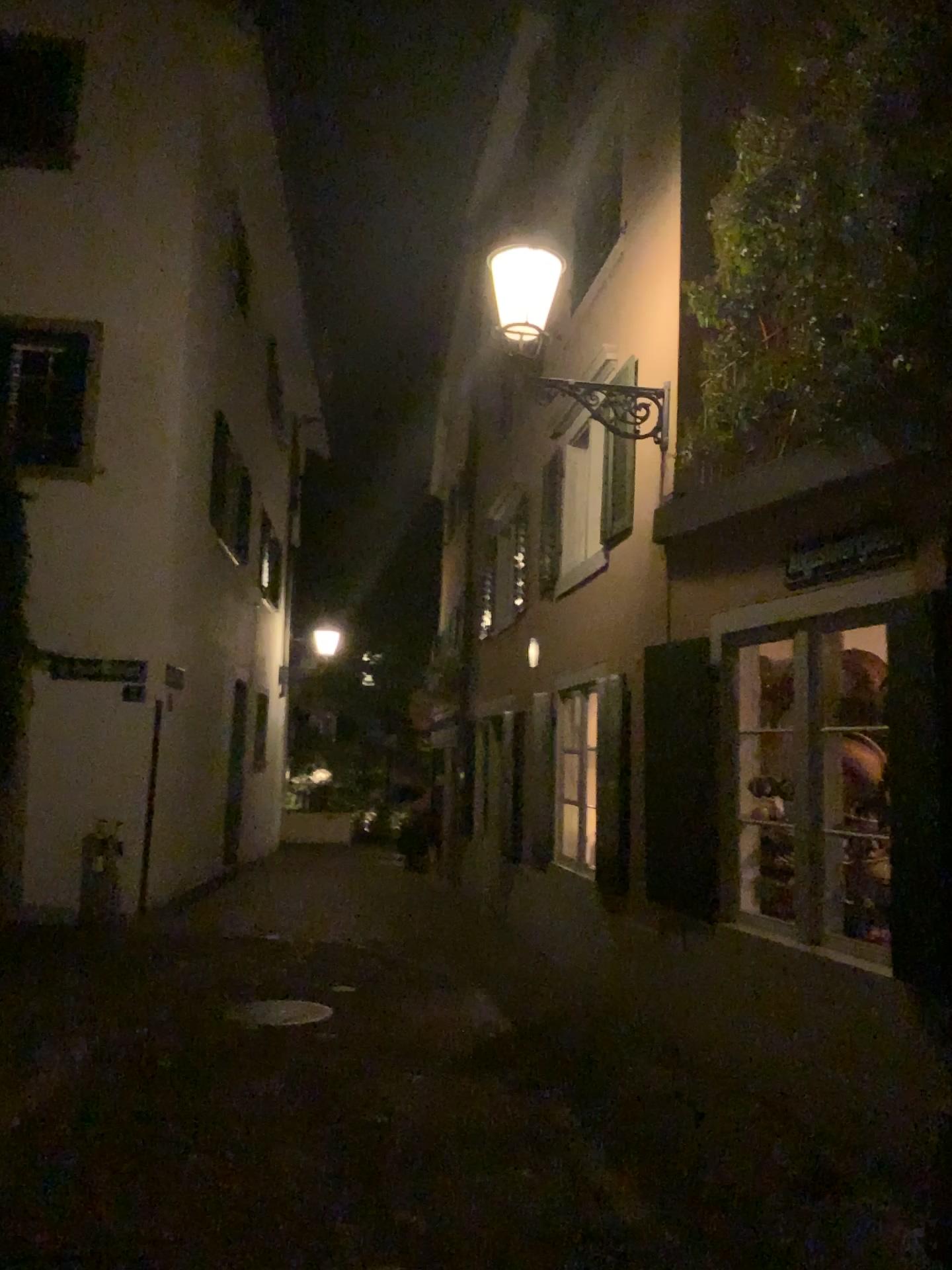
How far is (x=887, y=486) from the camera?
4.6 meters
